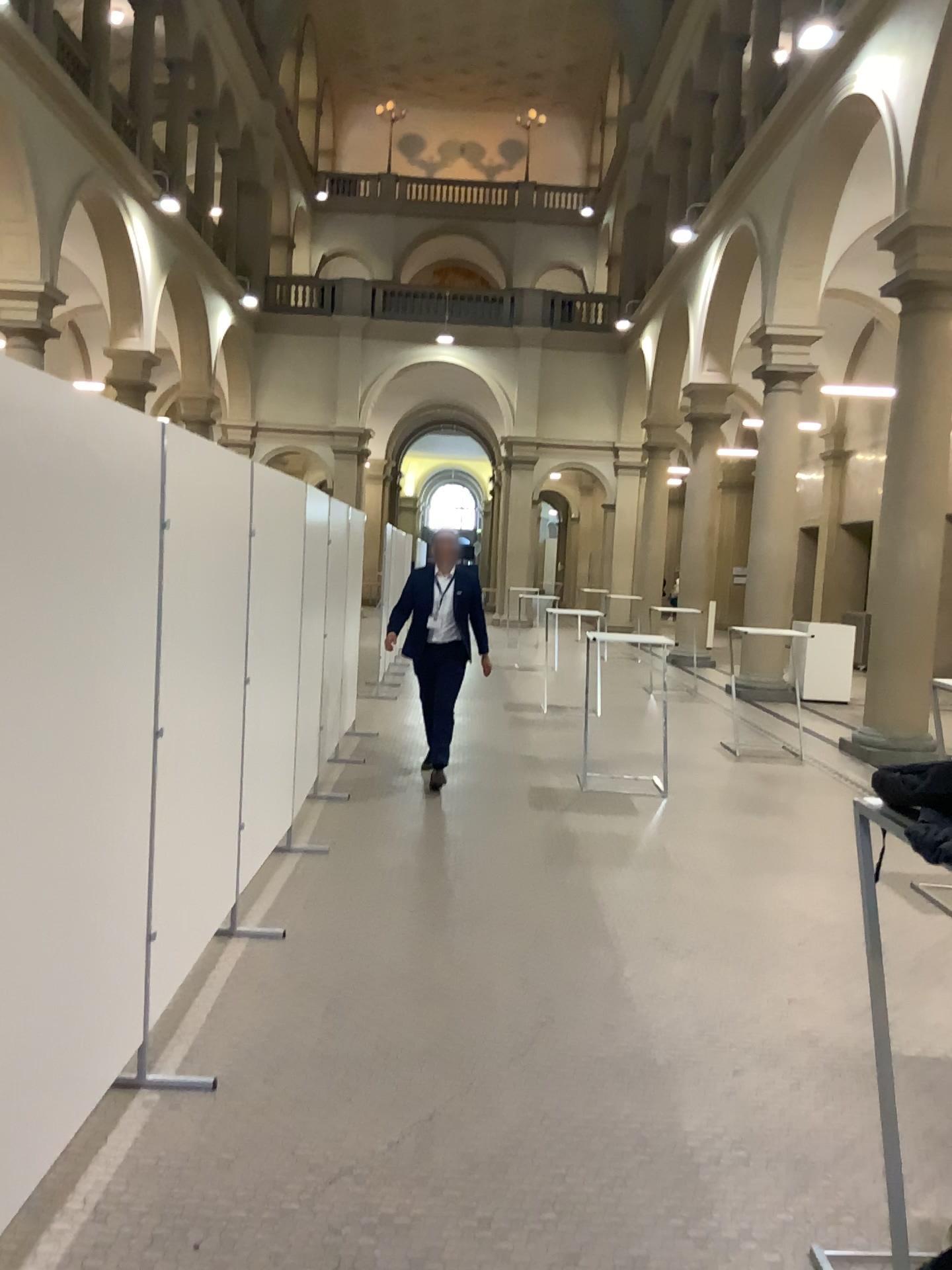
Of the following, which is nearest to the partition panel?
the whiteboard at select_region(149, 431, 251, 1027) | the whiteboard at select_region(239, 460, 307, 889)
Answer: the whiteboard at select_region(149, 431, 251, 1027)

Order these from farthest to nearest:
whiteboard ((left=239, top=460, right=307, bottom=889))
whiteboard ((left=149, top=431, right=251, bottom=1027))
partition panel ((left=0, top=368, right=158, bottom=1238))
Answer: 1. whiteboard ((left=239, top=460, right=307, bottom=889))
2. whiteboard ((left=149, top=431, right=251, bottom=1027))
3. partition panel ((left=0, top=368, right=158, bottom=1238))

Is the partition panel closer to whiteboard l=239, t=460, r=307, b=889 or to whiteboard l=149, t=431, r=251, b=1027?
whiteboard l=149, t=431, r=251, b=1027

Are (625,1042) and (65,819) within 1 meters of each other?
no

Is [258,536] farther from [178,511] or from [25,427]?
[25,427]

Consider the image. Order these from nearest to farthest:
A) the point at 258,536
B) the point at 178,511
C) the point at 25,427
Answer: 1. the point at 25,427
2. the point at 178,511
3. the point at 258,536

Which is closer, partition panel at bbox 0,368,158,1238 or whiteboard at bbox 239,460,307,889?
partition panel at bbox 0,368,158,1238

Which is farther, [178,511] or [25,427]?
[178,511]
